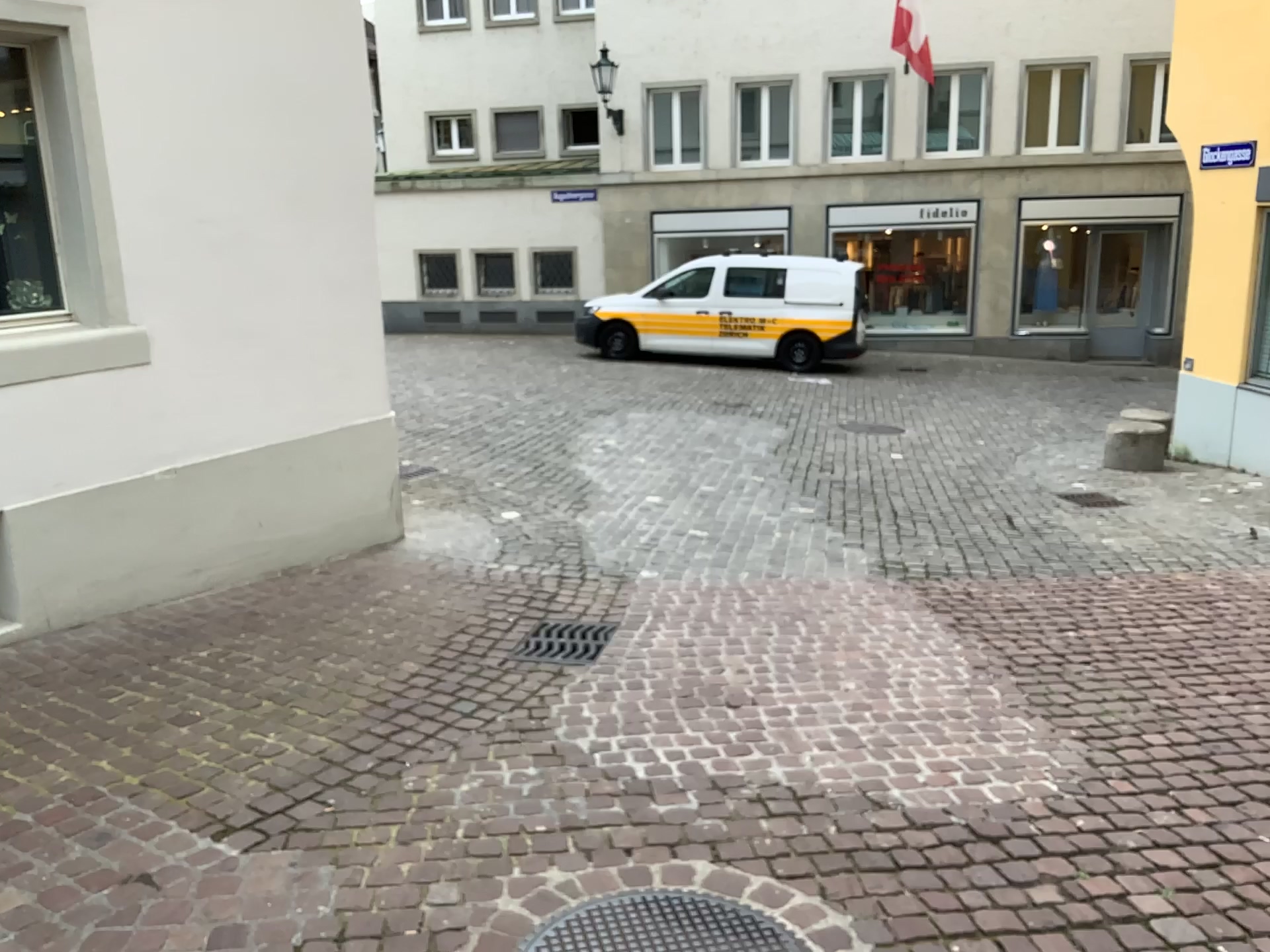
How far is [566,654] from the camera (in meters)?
4.57

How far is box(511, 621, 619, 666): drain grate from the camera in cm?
457

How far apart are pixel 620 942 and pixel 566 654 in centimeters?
207cm

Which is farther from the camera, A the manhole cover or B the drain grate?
B the drain grate

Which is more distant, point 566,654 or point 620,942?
point 566,654

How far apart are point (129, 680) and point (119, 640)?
0.56m

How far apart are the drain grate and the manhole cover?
1.88m

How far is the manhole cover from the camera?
2.55m
